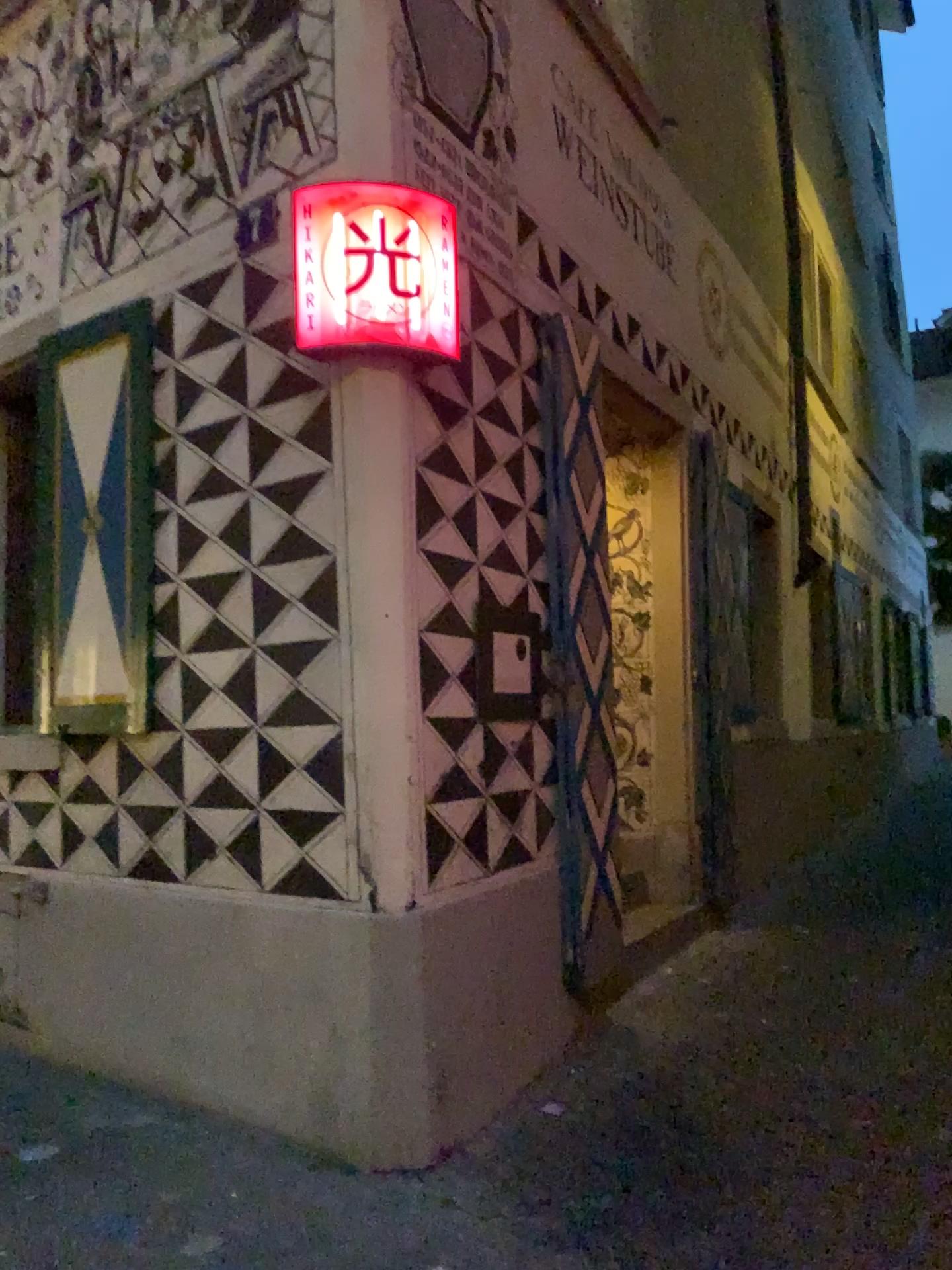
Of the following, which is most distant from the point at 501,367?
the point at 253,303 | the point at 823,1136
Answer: the point at 823,1136

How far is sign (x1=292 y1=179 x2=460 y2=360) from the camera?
3.25m

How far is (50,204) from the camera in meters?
4.5

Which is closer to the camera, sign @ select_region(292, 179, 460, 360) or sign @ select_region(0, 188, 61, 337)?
sign @ select_region(292, 179, 460, 360)

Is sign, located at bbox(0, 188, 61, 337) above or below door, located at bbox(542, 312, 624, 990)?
above

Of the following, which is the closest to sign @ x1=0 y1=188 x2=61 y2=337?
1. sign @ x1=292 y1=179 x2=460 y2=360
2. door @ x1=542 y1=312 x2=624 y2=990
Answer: sign @ x1=292 y1=179 x2=460 y2=360

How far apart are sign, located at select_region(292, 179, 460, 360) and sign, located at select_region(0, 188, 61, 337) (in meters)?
1.68

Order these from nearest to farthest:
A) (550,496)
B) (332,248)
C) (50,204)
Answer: (332,248)
(550,496)
(50,204)

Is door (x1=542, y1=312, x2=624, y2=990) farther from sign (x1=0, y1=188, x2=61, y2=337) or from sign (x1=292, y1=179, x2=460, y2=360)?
sign (x1=0, y1=188, x2=61, y2=337)

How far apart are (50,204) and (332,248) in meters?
2.0
